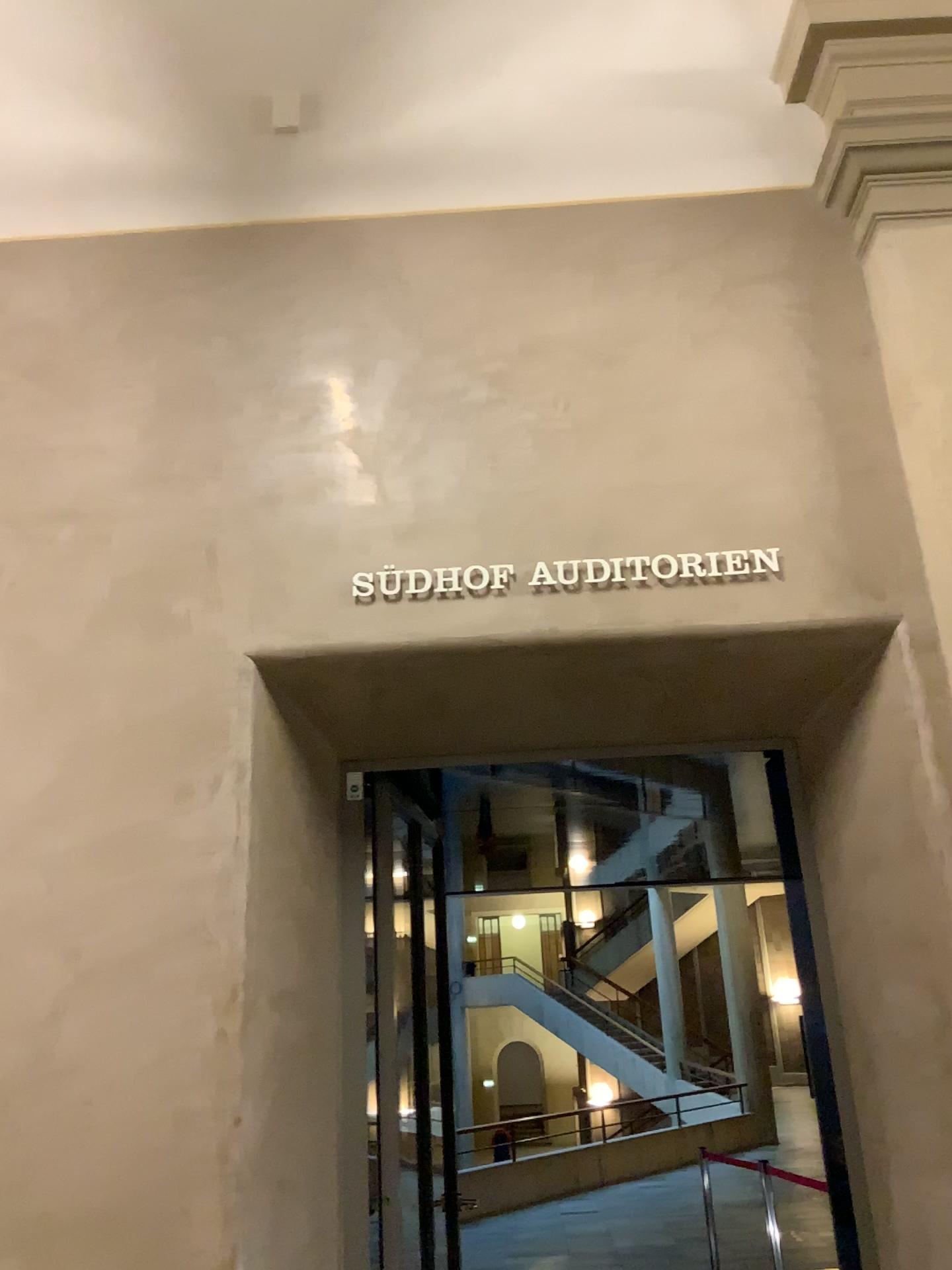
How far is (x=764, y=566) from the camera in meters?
3.0 m

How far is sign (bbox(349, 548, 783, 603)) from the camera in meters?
3.0

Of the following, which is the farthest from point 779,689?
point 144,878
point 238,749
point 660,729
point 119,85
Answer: point 119,85
